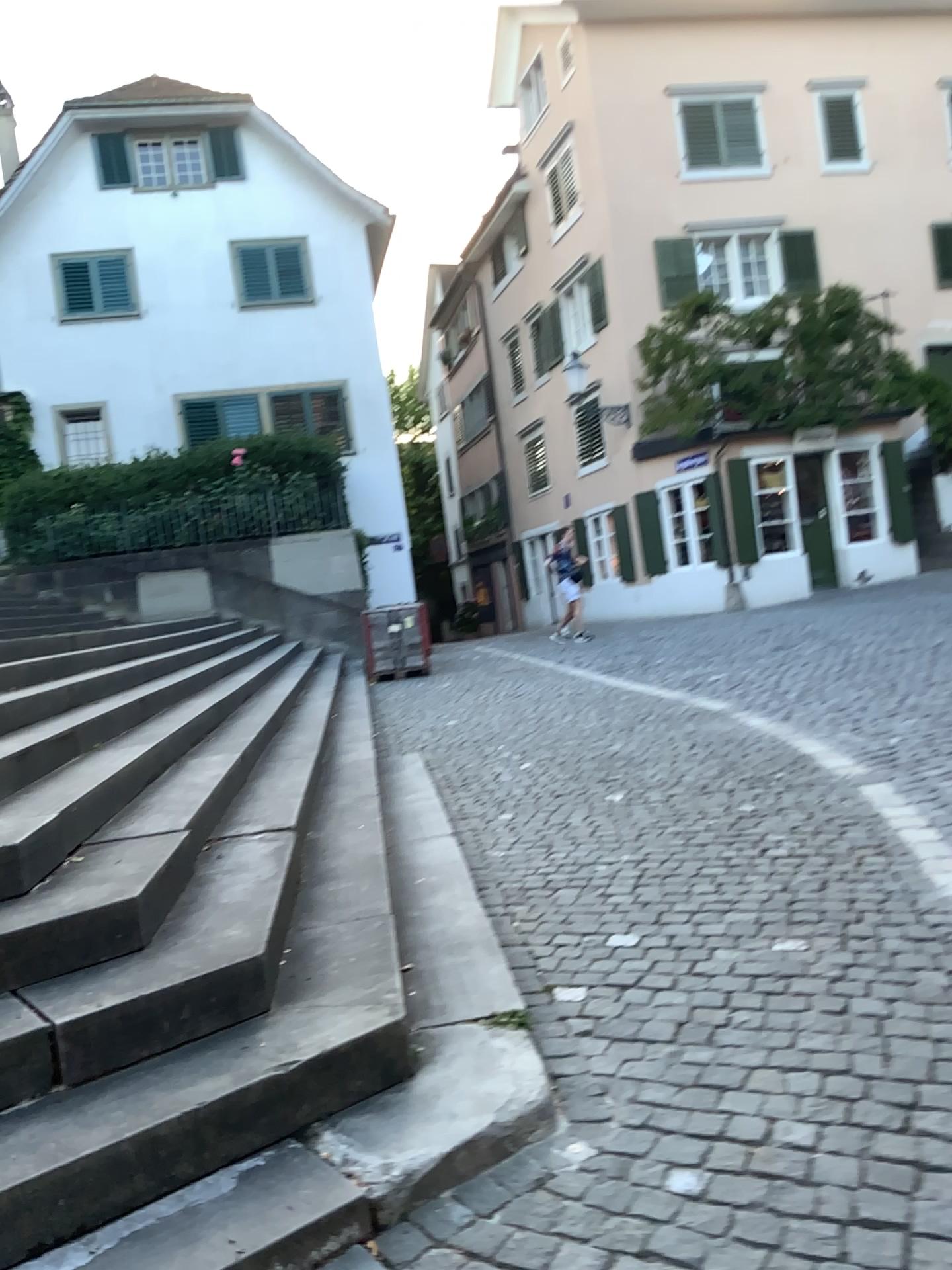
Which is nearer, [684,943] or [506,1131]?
[506,1131]
